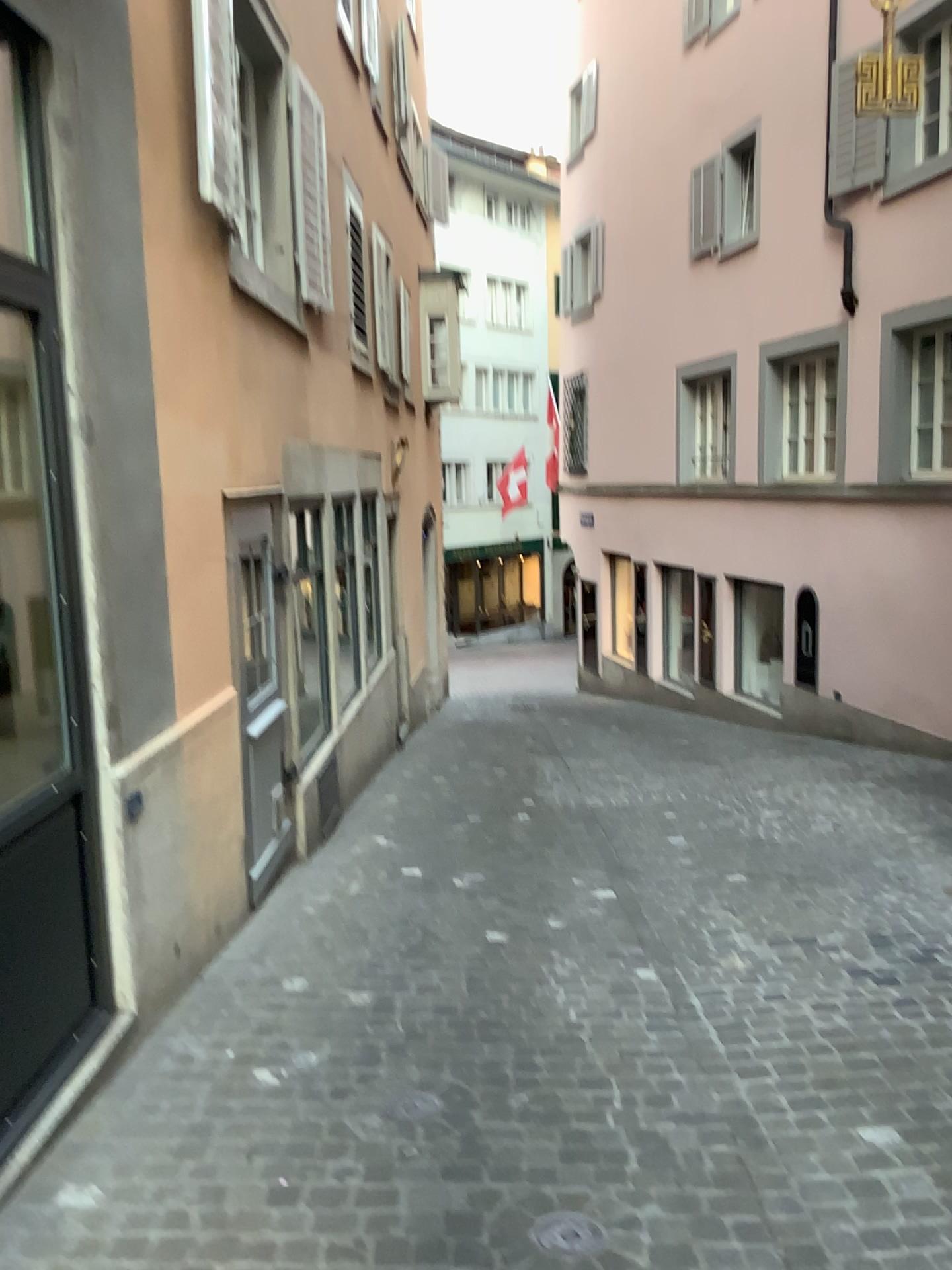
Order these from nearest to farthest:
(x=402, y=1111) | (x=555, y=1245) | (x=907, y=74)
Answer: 1. (x=555, y=1245)
2. (x=402, y=1111)
3. (x=907, y=74)

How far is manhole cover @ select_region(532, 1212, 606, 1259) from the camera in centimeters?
247cm

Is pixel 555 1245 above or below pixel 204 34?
below

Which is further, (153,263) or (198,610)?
(198,610)

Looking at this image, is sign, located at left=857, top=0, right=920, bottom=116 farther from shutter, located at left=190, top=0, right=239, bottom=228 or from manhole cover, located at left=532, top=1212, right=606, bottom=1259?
manhole cover, located at left=532, top=1212, right=606, bottom=1259

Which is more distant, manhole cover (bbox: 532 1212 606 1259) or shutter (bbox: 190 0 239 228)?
shutter (bbox: 190 0 239 228)

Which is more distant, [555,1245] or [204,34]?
[204,34]

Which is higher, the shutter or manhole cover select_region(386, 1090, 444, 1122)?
the shutter

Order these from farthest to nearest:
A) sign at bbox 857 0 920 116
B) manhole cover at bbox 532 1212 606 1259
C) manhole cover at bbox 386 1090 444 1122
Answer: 1. sign at bbox 857 0 920 116
2. manhole cover at bbox 386 1090 444 1122
3. manhole cover at bbox 532 1212 606 1259

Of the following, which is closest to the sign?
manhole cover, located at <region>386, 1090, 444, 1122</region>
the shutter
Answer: the shutter
